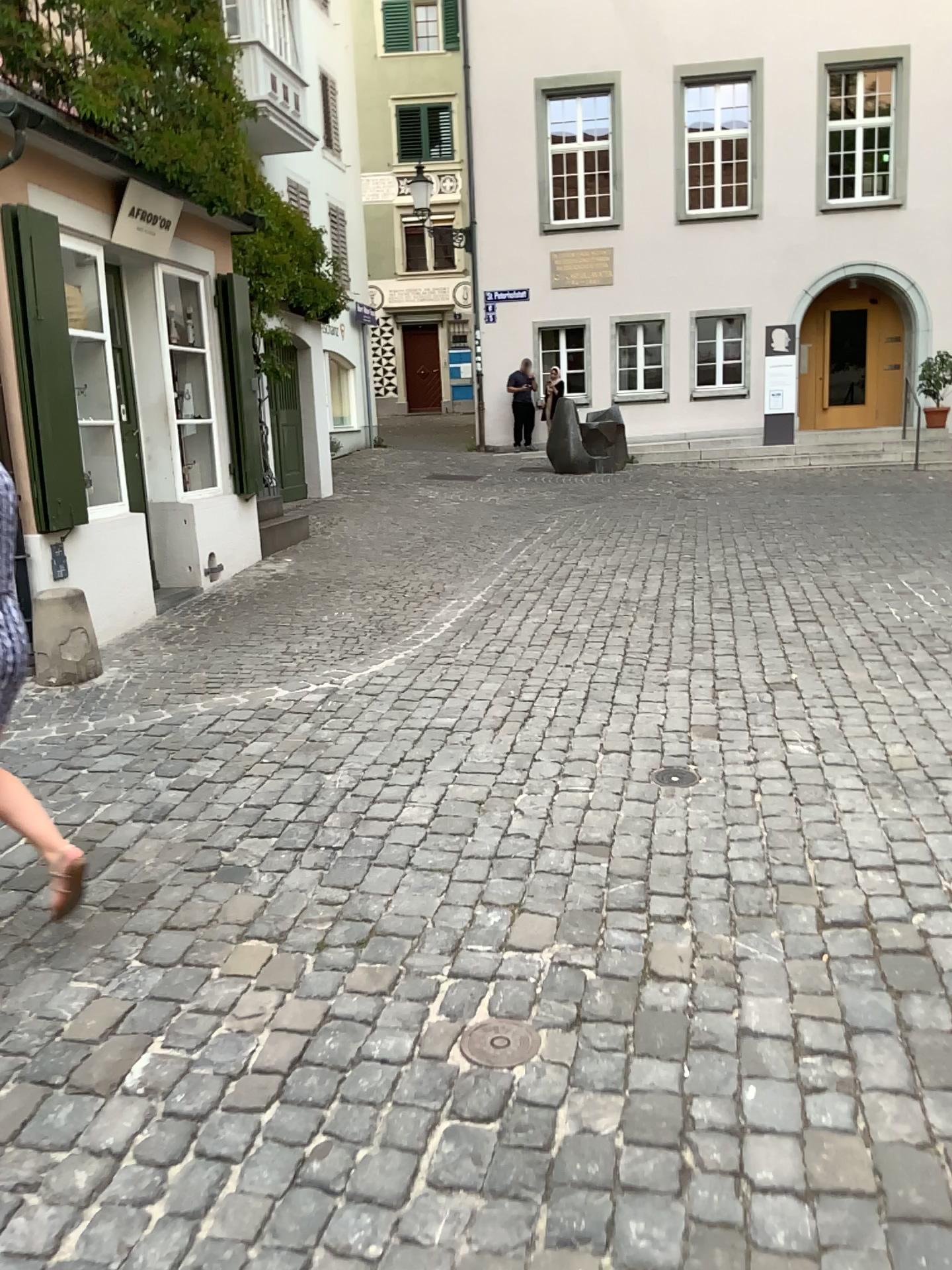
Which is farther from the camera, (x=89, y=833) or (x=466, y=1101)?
(x=89, y=833)

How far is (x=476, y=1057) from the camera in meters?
2.5

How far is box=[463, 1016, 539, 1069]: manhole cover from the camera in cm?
245
